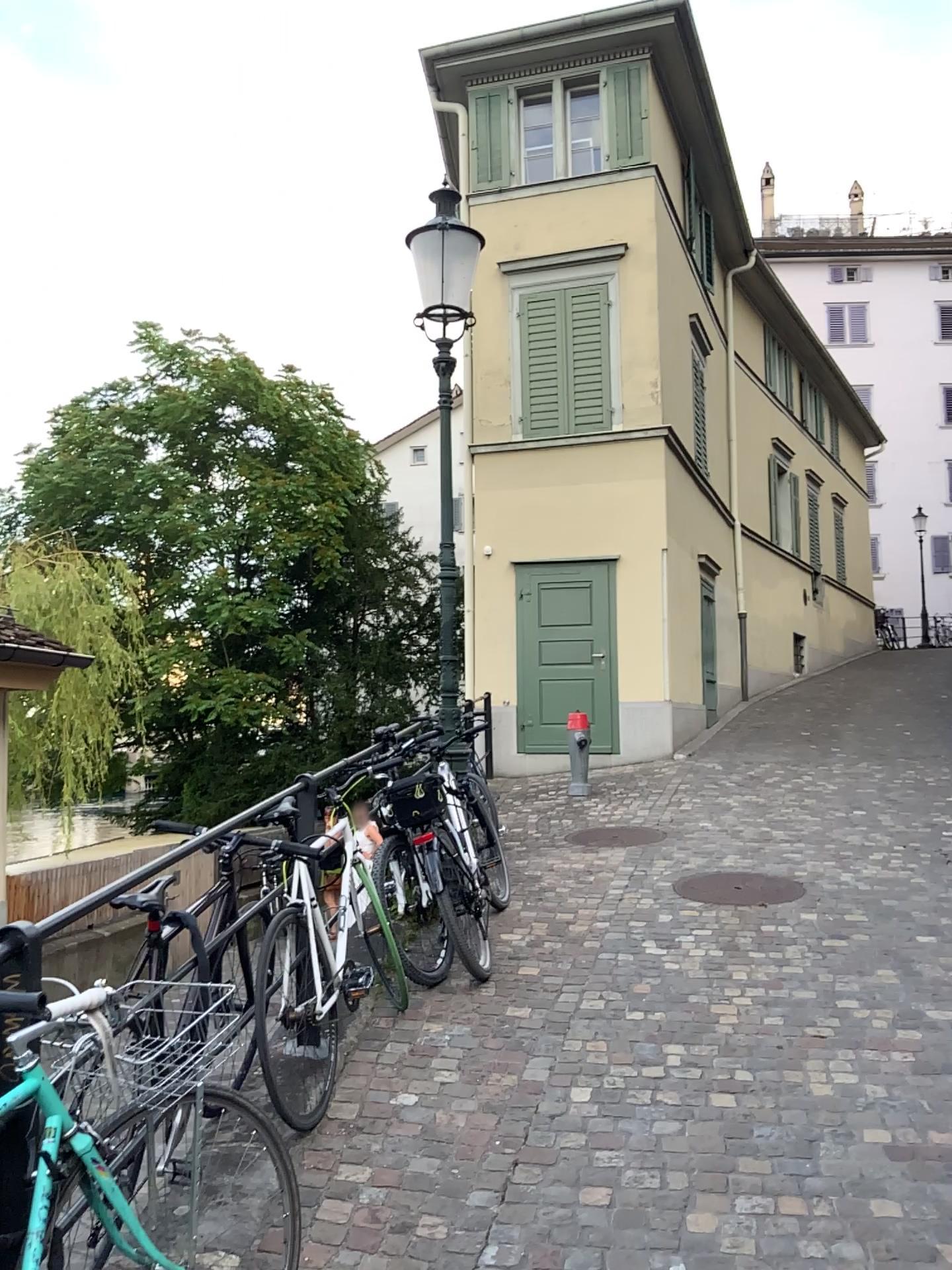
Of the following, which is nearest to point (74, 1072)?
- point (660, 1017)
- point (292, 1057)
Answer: point (292, 1057)
